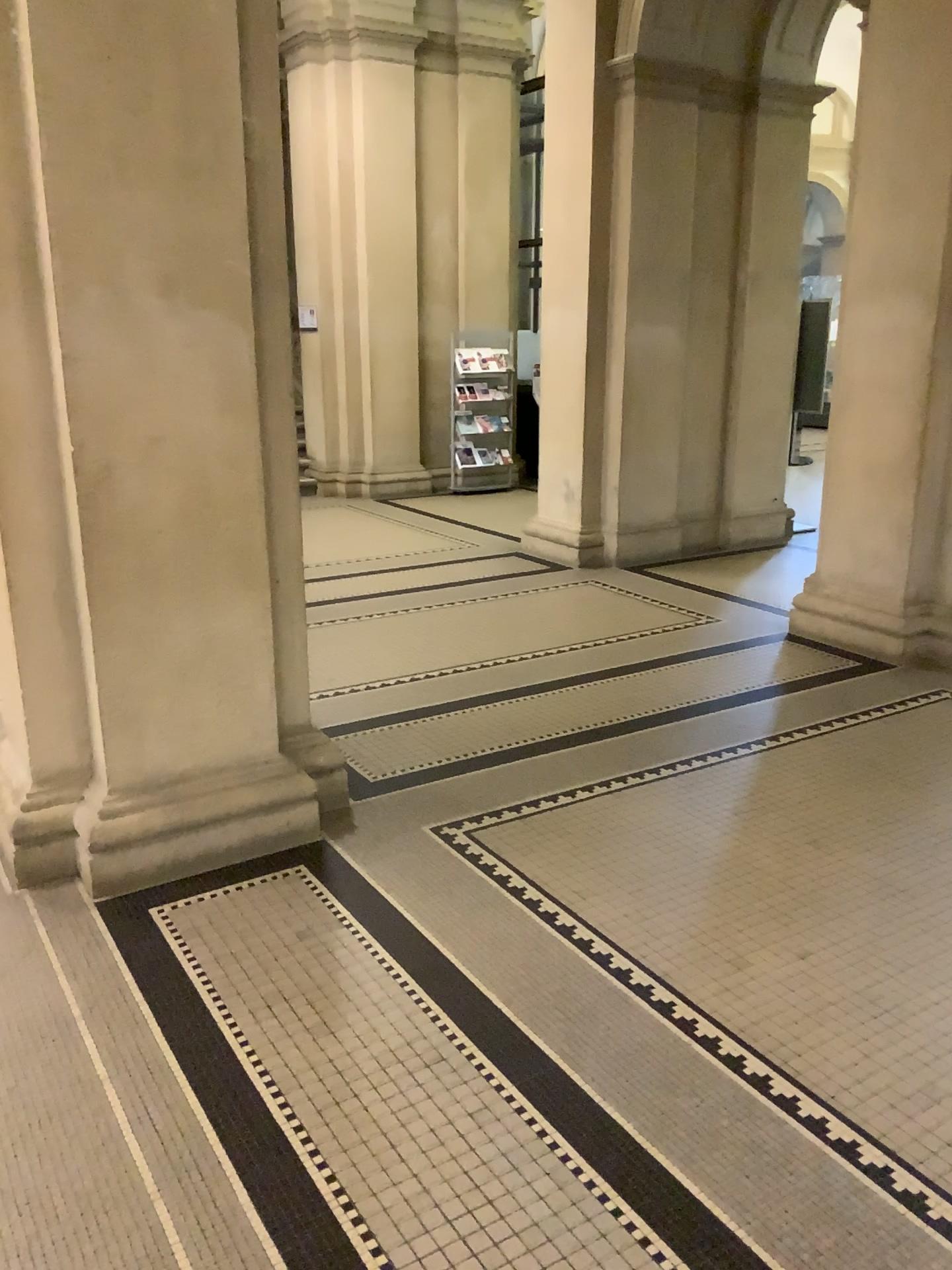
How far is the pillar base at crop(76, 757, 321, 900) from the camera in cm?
312

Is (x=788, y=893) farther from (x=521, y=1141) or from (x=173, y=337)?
(x=173, y=337)

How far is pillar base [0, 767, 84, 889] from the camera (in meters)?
3.16

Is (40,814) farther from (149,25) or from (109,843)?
(149,25)

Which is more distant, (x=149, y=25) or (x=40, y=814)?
(x=40, y=814)

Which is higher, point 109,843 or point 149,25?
point 149,25

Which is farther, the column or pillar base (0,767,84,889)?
pillar base (0,767,84,889)

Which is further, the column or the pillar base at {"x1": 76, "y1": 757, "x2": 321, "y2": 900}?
the pillar base at {"x1": 76, "y1": 757, "x2": 321, "y2": 900}
